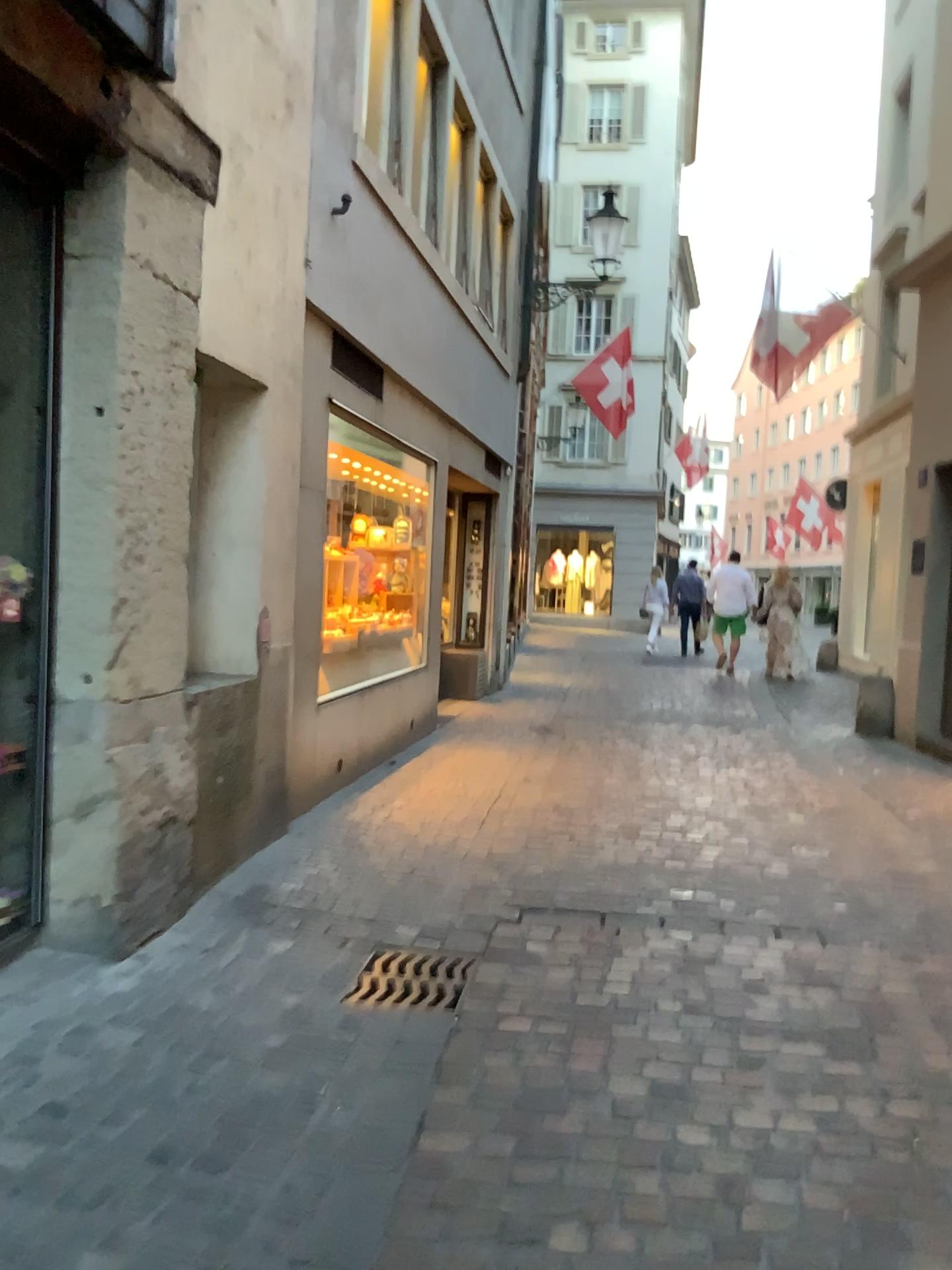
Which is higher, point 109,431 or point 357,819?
point 109,431

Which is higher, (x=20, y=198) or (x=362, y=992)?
(x=20, y=198)
